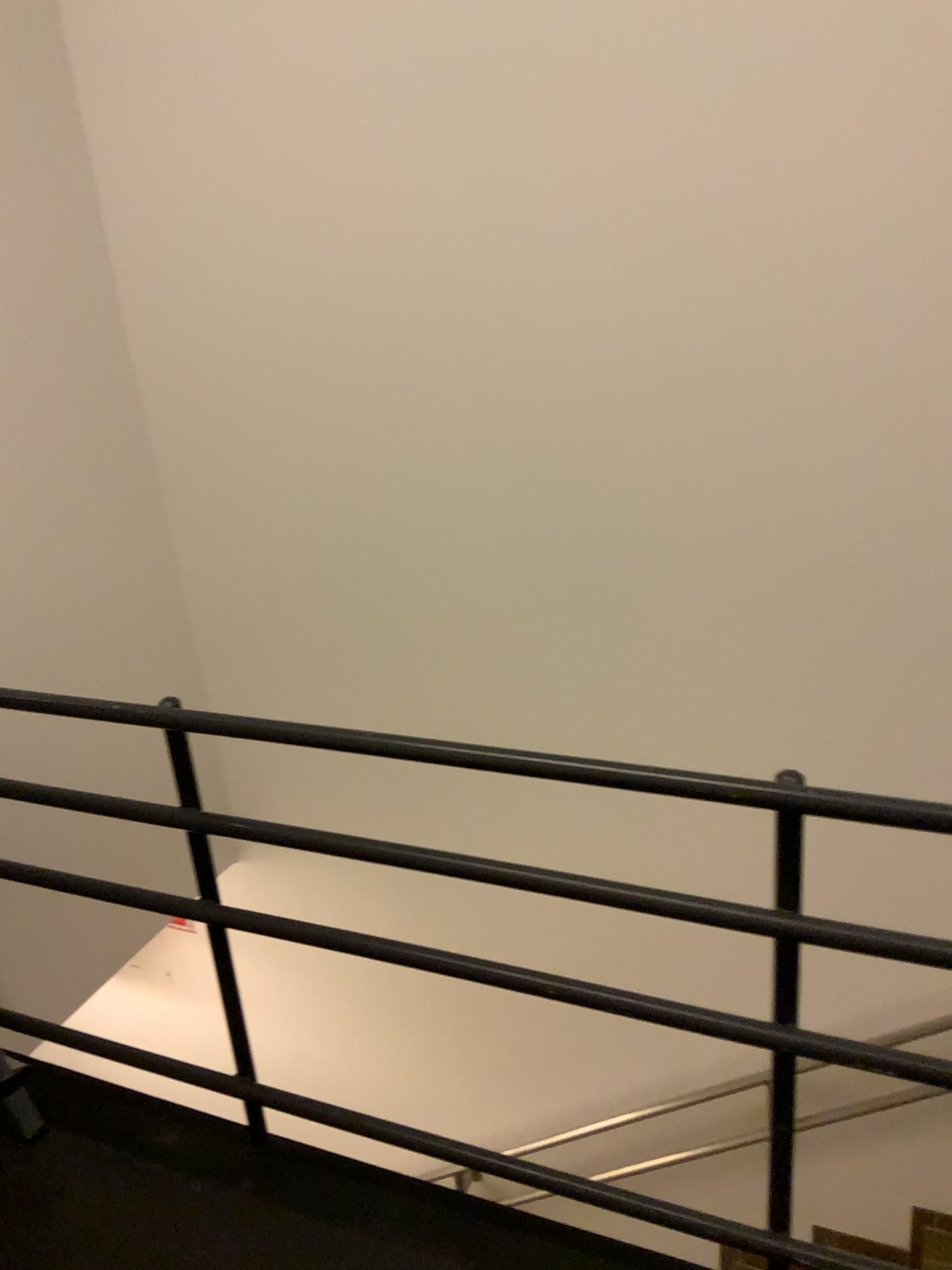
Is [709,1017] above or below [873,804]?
below

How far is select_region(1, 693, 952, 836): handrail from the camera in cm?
121

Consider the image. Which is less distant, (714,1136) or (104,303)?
(104,303)

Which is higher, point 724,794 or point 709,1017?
point 724,794

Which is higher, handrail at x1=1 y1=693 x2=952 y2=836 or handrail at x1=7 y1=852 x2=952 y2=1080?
handrail at x1=1 y1=693 x2=952 y2=836

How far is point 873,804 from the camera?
1.2m
